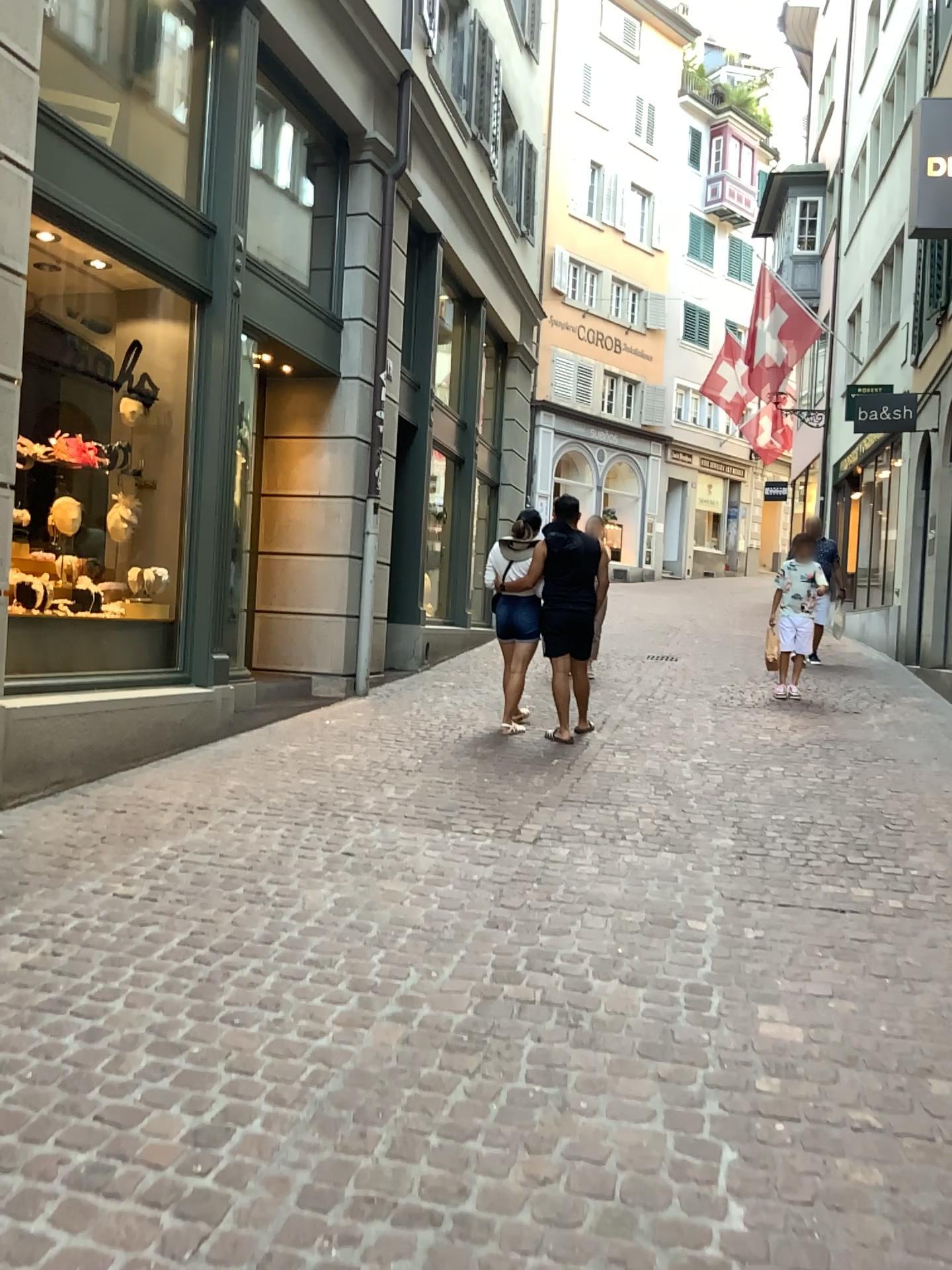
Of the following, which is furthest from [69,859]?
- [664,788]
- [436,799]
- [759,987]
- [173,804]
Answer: [664,788]
